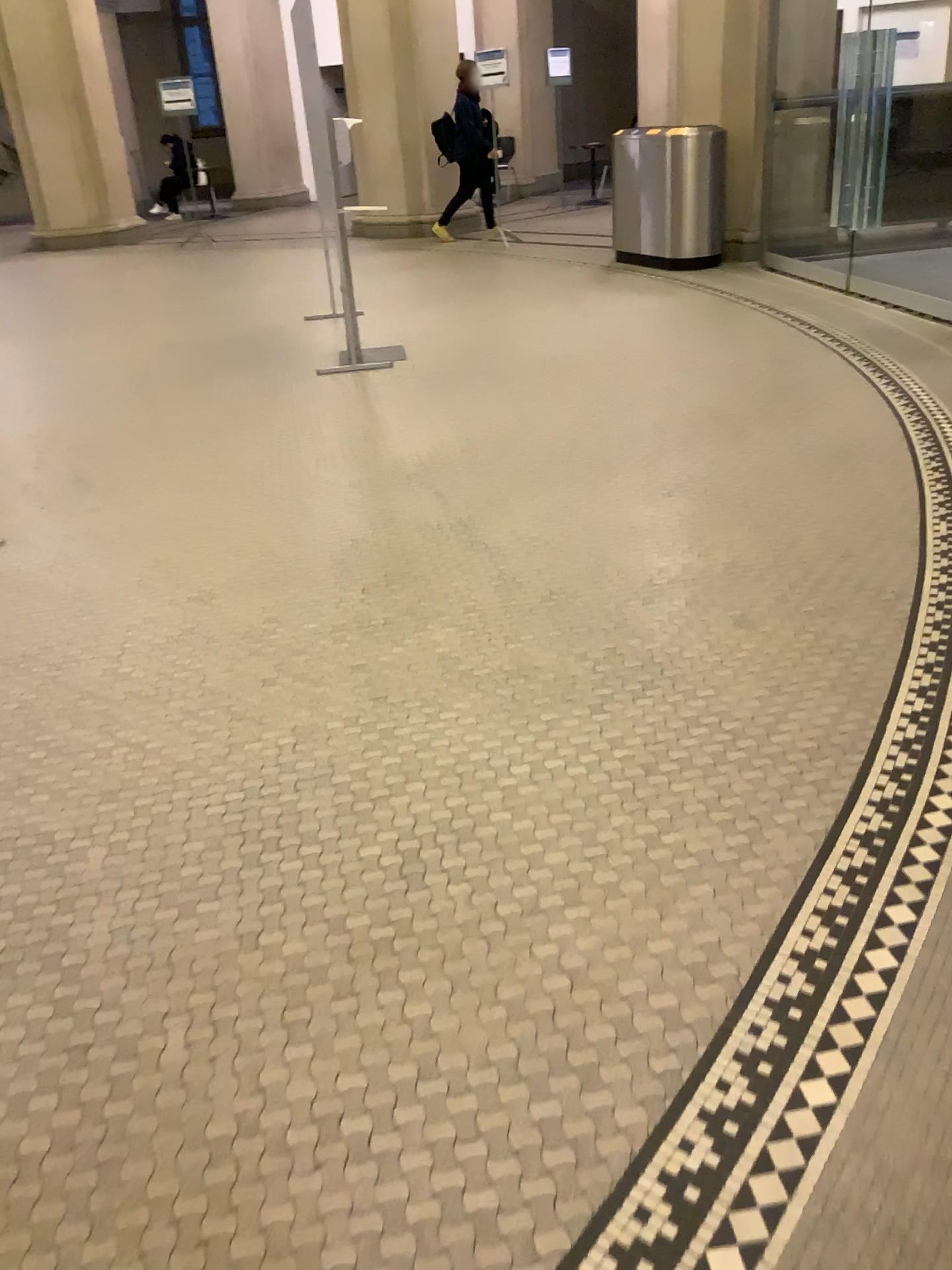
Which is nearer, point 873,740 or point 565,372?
point 873,740
